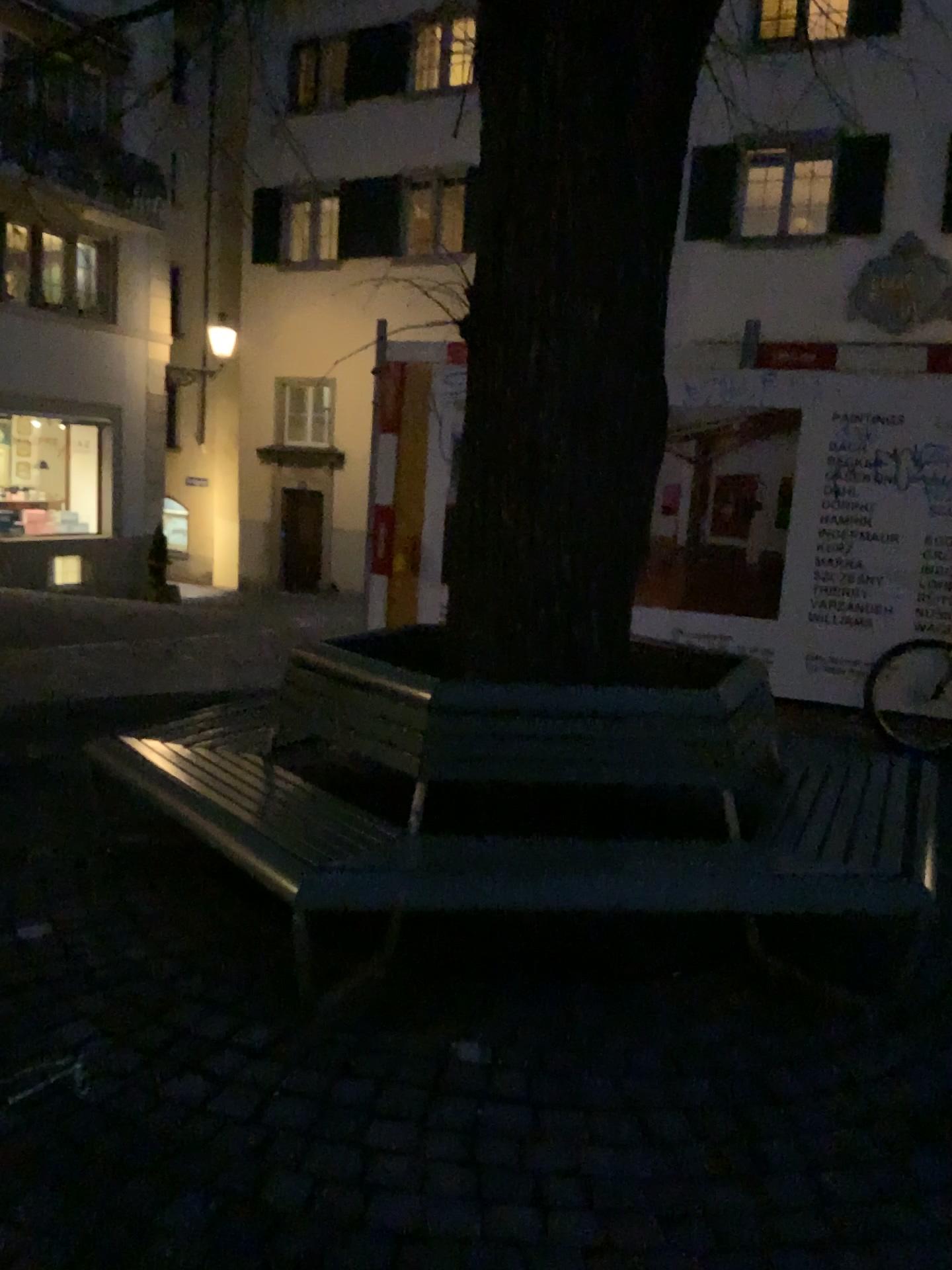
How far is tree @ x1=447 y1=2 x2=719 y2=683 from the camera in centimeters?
313cm

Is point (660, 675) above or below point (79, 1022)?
above

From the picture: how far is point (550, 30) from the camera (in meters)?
3.13
